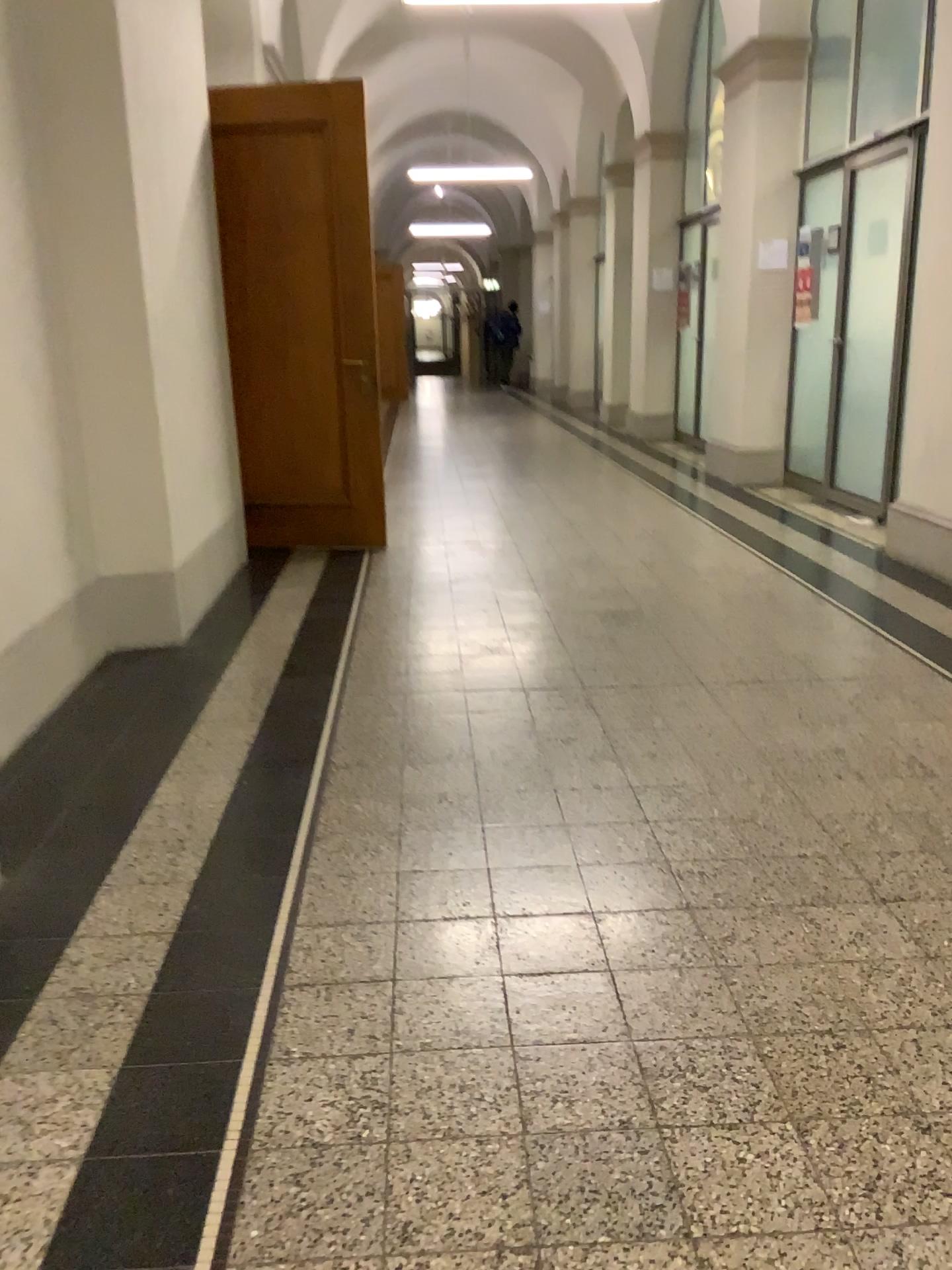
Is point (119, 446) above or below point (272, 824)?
above
